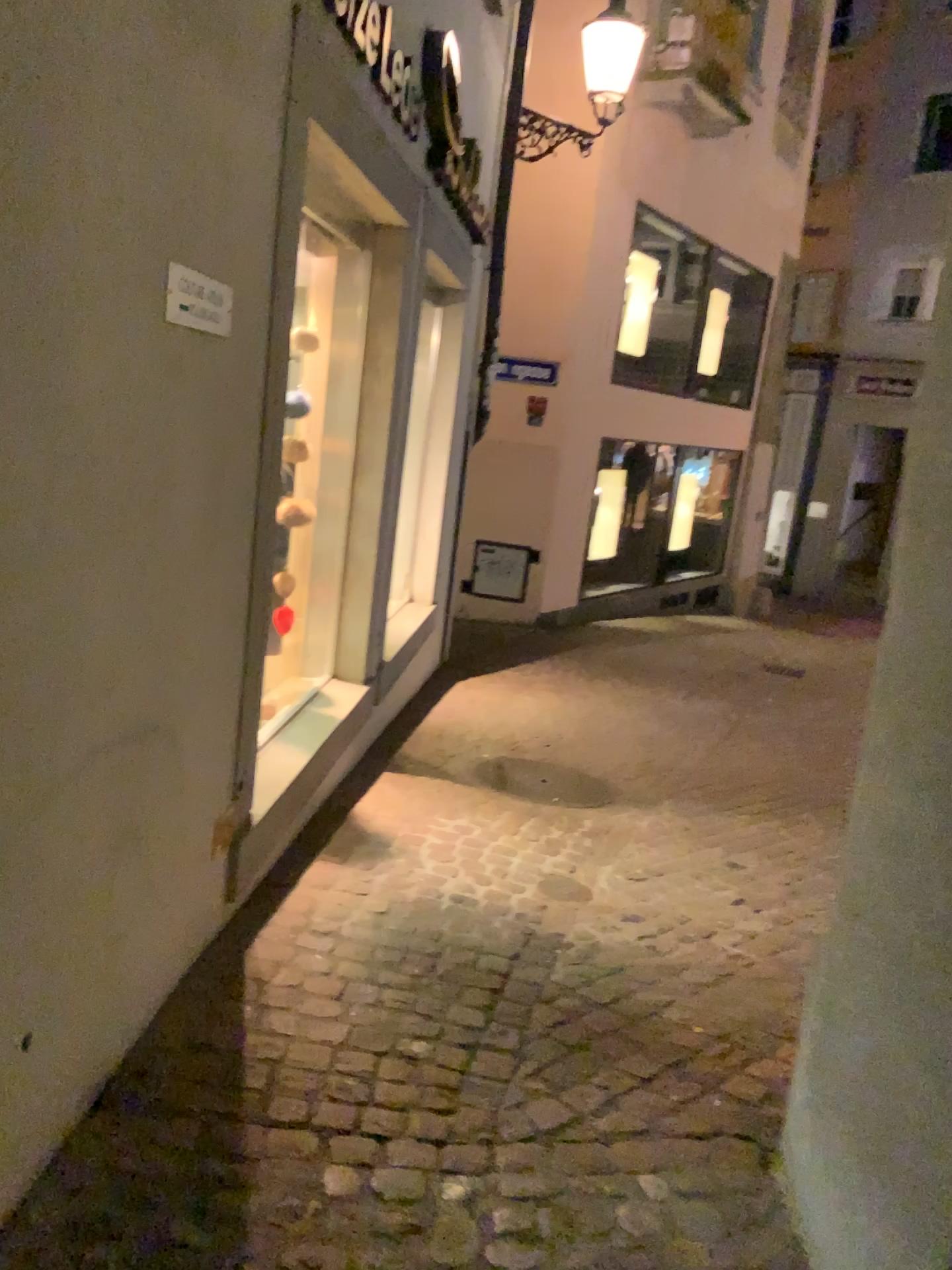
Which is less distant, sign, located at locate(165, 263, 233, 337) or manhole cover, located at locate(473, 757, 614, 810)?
sign, located at locate(165, 263, 233, 337)

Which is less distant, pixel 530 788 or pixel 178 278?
pixel 178 278

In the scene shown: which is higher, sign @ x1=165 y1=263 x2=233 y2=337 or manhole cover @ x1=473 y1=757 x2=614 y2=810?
sign @ x1=165 y1=263 x2=233 y2=337

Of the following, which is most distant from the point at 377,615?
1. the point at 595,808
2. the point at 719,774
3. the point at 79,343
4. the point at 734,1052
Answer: the point at 79,343

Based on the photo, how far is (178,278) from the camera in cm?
188

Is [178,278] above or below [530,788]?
above

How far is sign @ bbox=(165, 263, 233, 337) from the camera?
1.9m
